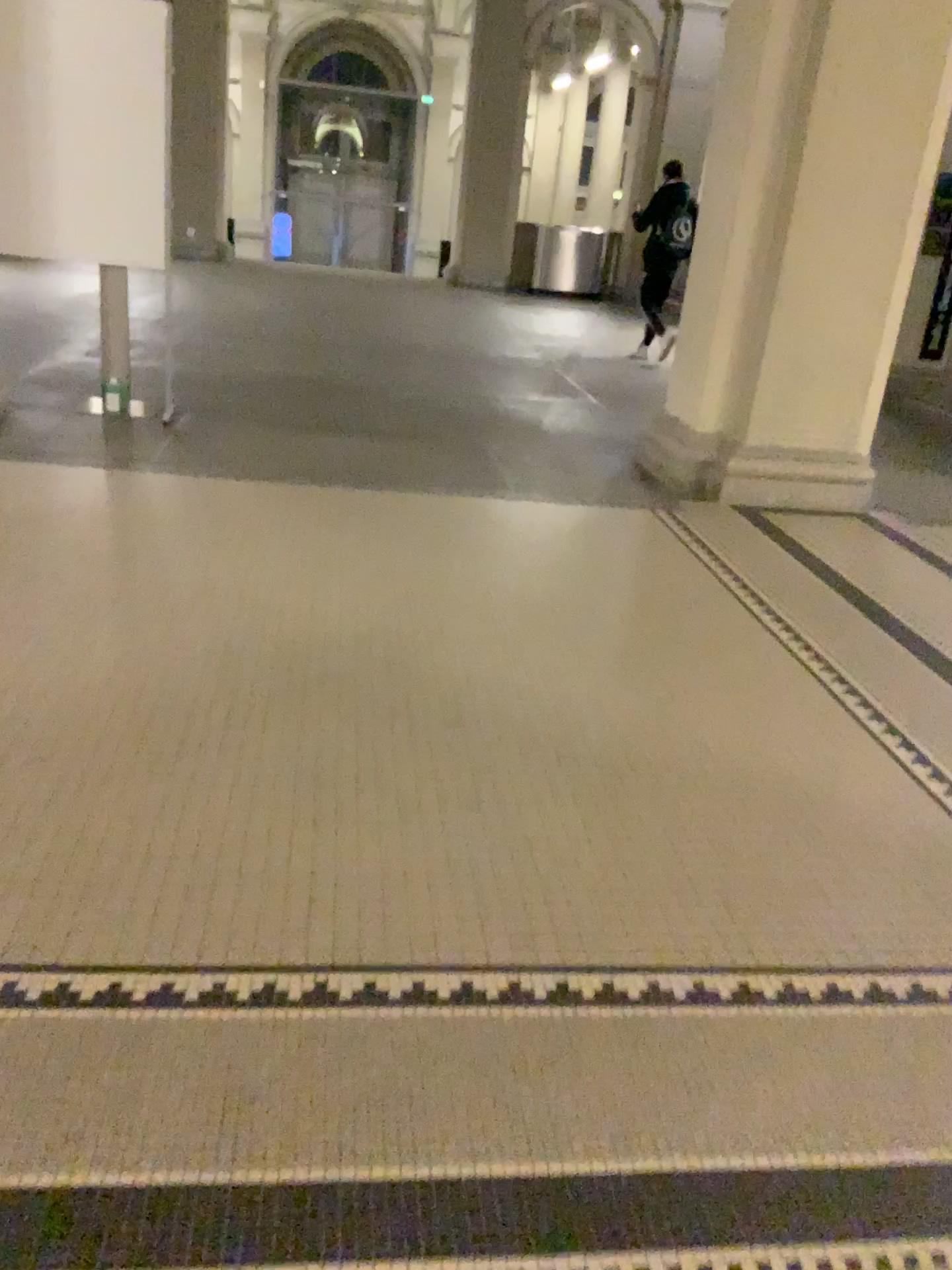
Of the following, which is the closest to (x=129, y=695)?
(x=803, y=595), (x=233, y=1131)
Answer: (x=233, y=1131)
